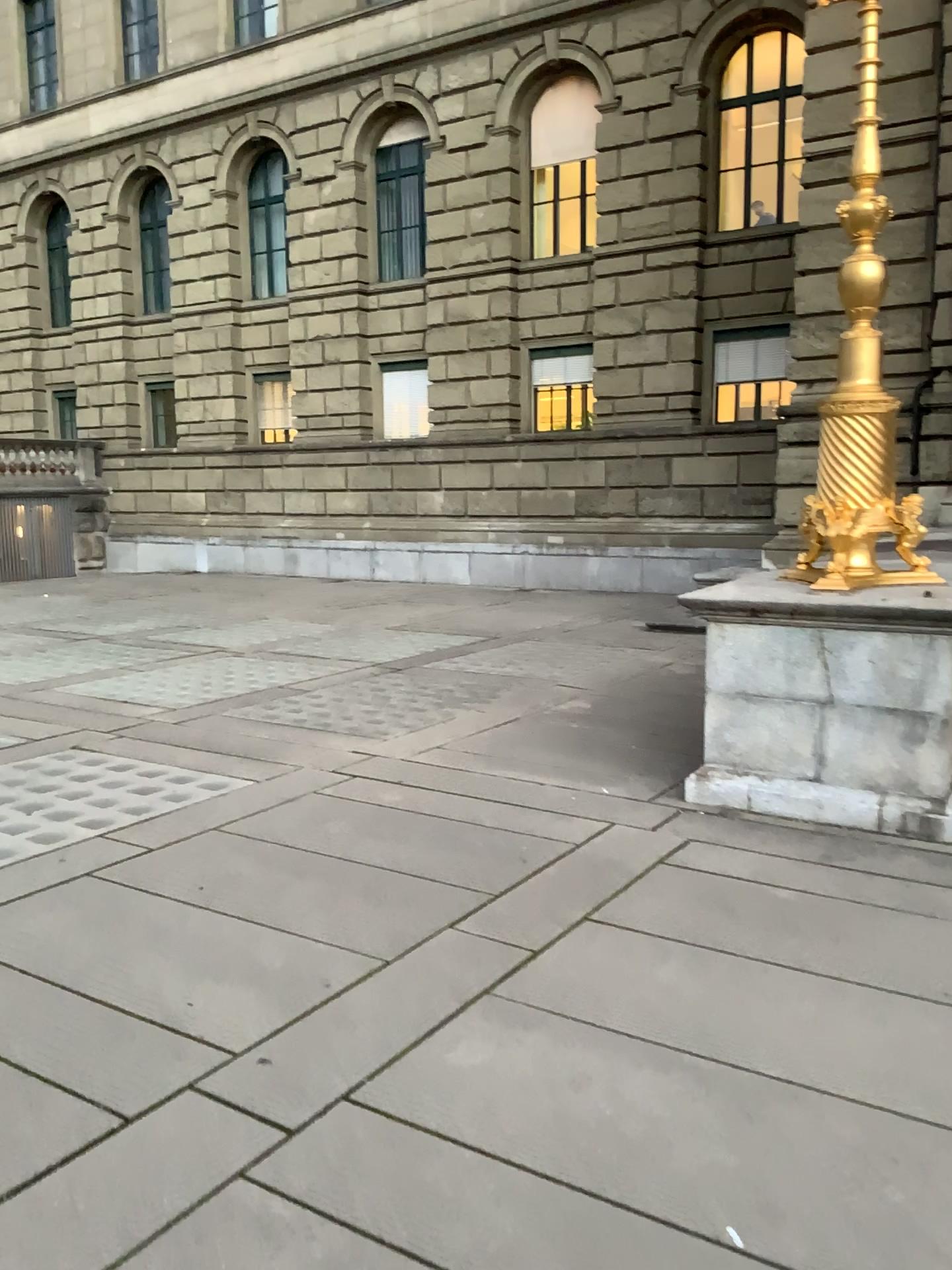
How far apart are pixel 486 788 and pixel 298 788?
1.0m
